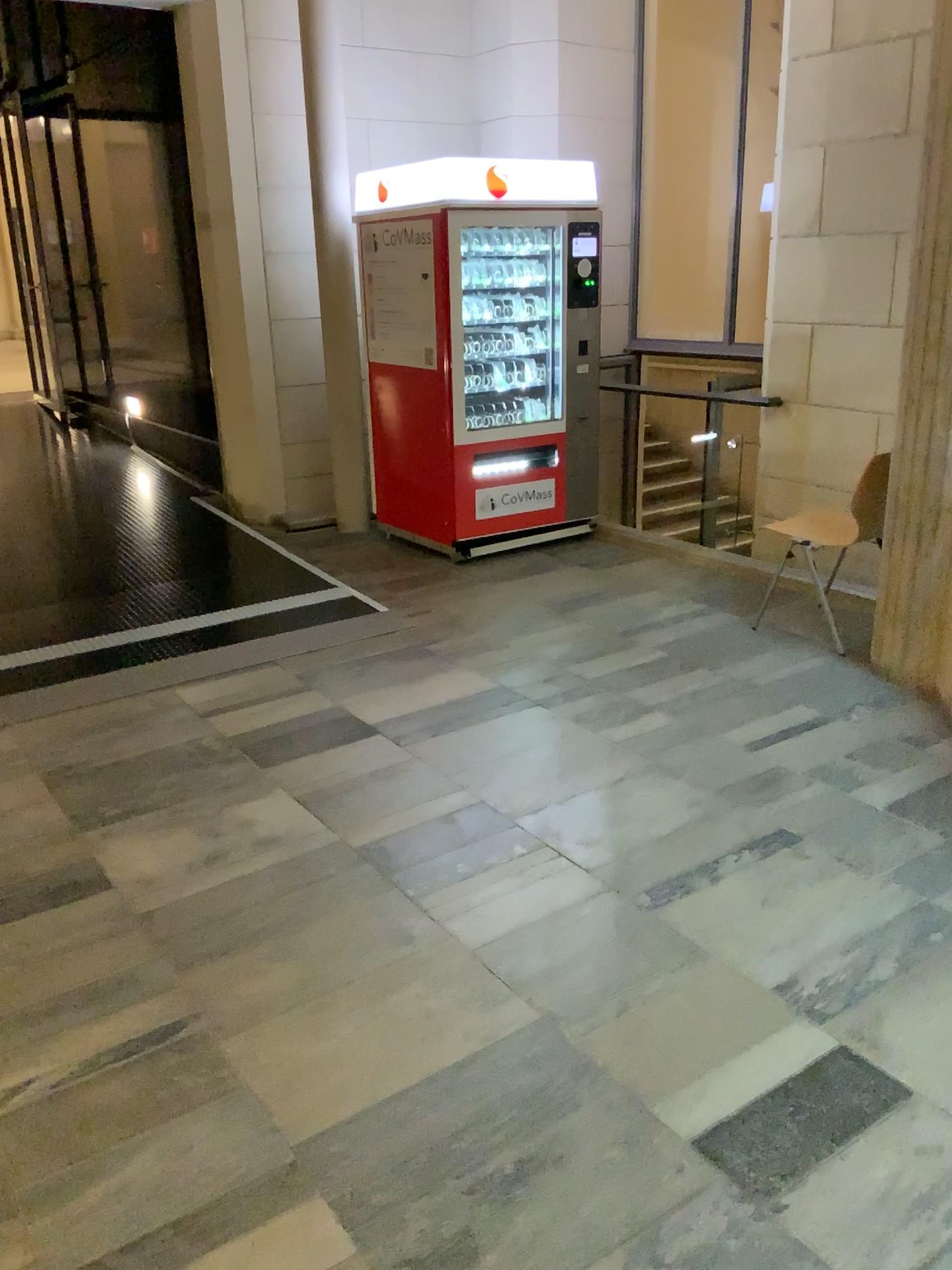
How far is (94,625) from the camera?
4.78m
